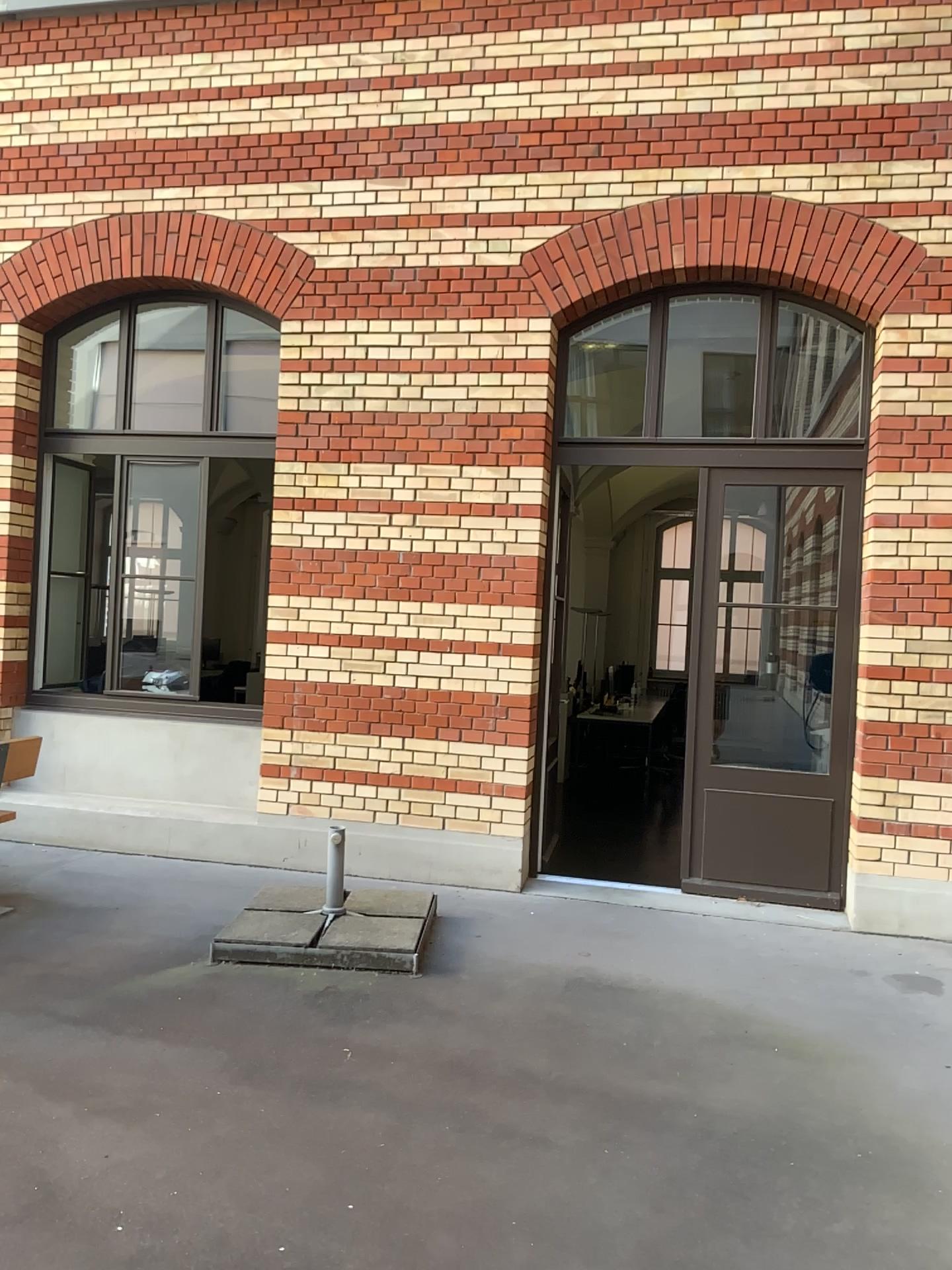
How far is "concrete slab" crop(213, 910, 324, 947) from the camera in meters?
4.6 m

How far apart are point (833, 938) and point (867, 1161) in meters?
2.2

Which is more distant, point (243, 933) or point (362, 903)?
point (362, 903)

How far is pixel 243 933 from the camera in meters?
4.6

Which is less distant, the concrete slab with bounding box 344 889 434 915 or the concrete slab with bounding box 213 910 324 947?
the concrete slab with bounding box 213 910 324 947

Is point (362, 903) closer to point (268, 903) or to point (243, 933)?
point (268, 903)

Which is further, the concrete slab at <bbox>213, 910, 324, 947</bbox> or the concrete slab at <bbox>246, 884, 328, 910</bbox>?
the concrete slab at <bbox>246, 884, 328, 910</bbox>
